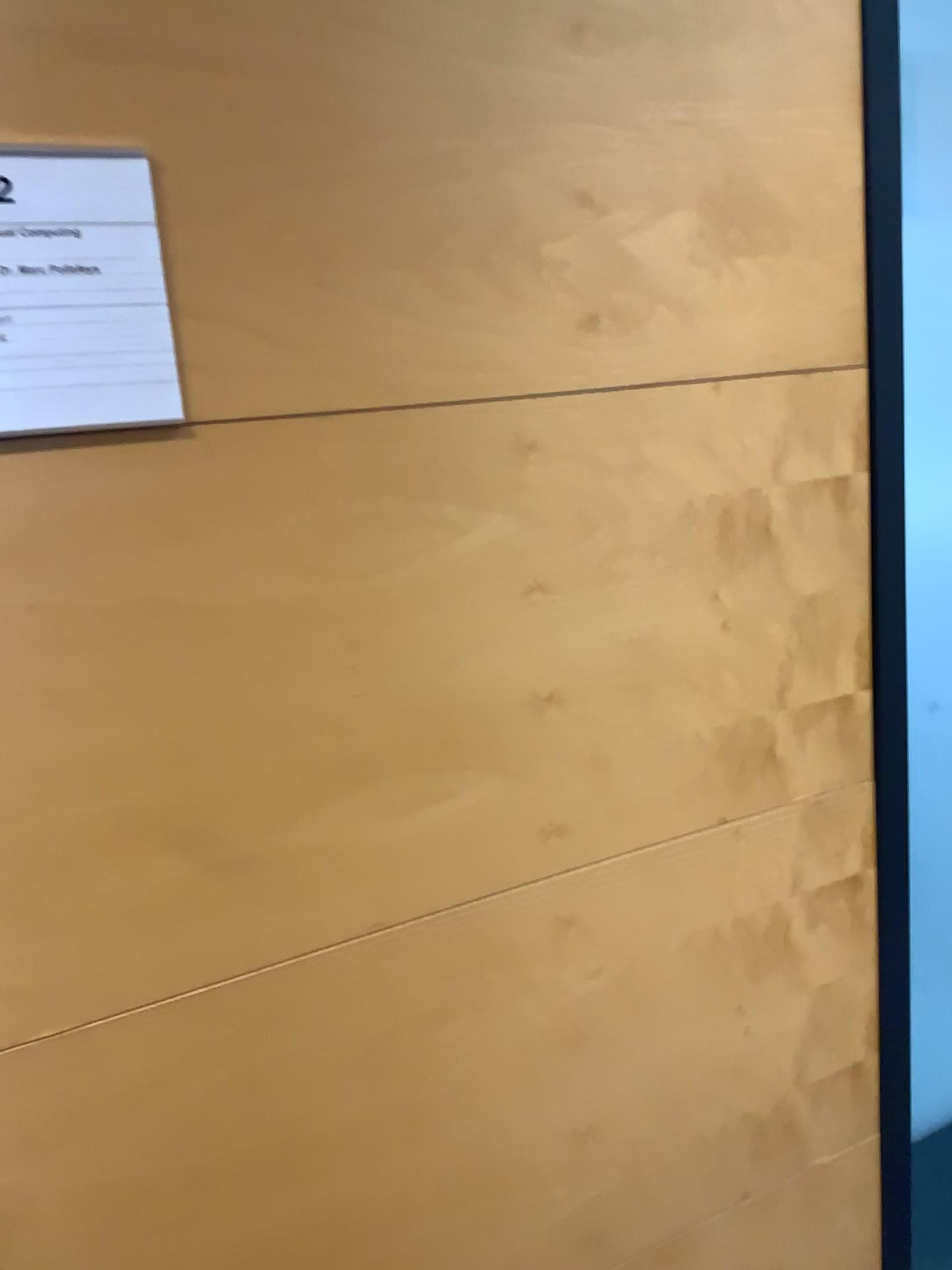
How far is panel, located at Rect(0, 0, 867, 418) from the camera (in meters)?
0.86

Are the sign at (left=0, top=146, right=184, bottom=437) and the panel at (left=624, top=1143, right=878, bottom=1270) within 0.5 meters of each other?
no

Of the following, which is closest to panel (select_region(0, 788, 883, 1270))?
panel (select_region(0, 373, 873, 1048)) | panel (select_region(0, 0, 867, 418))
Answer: panel (select_region(0, 373, 873, 1048))

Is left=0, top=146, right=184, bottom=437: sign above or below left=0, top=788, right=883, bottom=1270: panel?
above

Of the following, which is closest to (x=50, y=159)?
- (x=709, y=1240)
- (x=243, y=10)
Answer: (x=243, y=10)

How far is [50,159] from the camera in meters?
0.8

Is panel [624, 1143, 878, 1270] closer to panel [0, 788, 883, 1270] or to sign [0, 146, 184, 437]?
panel [0, 788, 883, 1270]

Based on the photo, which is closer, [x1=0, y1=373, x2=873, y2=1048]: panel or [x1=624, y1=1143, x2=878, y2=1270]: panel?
[x1=0, y1=373, x2=873, y2=1048]: panel

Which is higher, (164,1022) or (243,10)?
(243,10)

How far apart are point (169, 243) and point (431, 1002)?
0.8m
